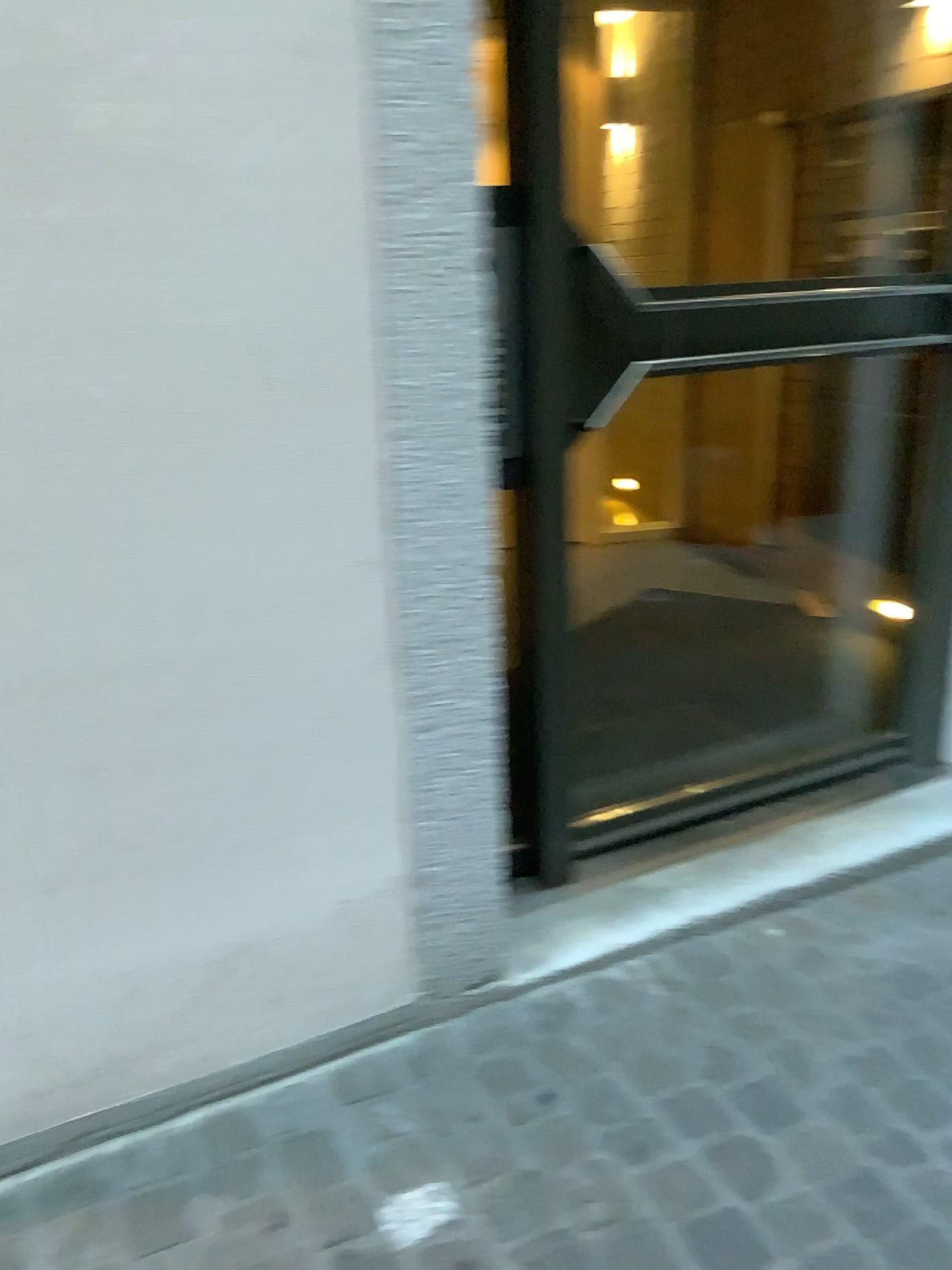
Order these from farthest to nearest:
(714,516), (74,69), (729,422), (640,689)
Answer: (714,516)
(729,422)
(640,689)
(74,69)
